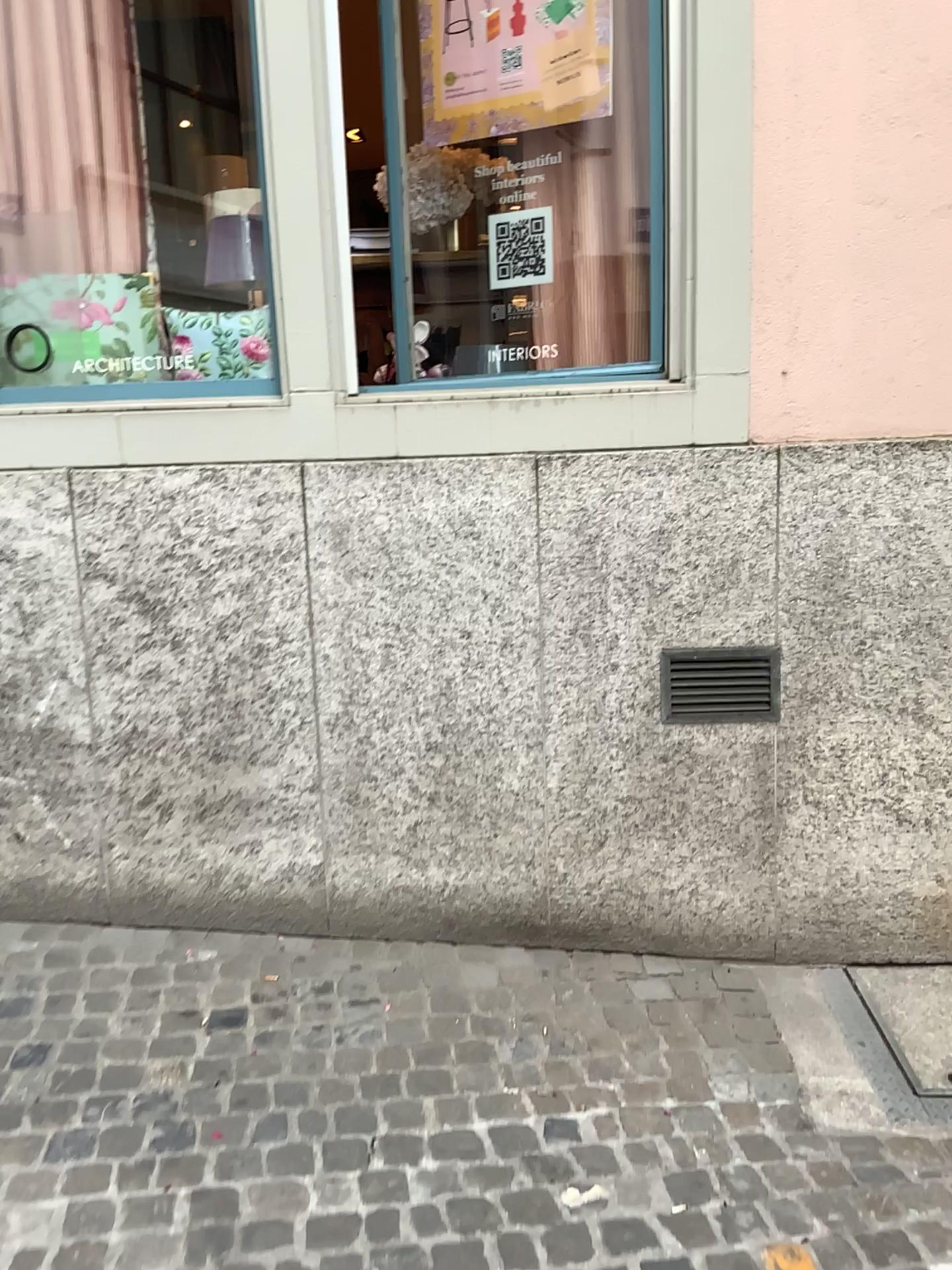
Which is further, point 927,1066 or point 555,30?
point 555,30

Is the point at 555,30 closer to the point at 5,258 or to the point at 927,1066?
the point at 5,258

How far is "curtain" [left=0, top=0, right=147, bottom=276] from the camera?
3.10m

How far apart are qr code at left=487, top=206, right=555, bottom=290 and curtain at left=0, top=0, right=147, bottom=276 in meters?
1.1 m

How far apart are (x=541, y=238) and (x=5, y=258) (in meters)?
1.57

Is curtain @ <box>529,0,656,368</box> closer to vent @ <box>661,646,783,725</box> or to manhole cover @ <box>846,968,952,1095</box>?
vent @ <box>661,646,783,725</box>

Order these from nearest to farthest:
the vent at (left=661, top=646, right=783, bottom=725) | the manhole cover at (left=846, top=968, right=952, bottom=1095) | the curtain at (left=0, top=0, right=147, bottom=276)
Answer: the manhole cover at (left=846, top=968, right=952, bottom=1095) < the vent at (left=661, top=646, right=783, bottom=725) < the curtain at (left=0, top=0, right=147, bottom=276)

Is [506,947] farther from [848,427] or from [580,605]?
[848,427]

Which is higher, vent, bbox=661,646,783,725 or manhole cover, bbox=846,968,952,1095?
vent, bbox=661,646,783,725

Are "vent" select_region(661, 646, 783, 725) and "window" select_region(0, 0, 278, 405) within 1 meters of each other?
no
